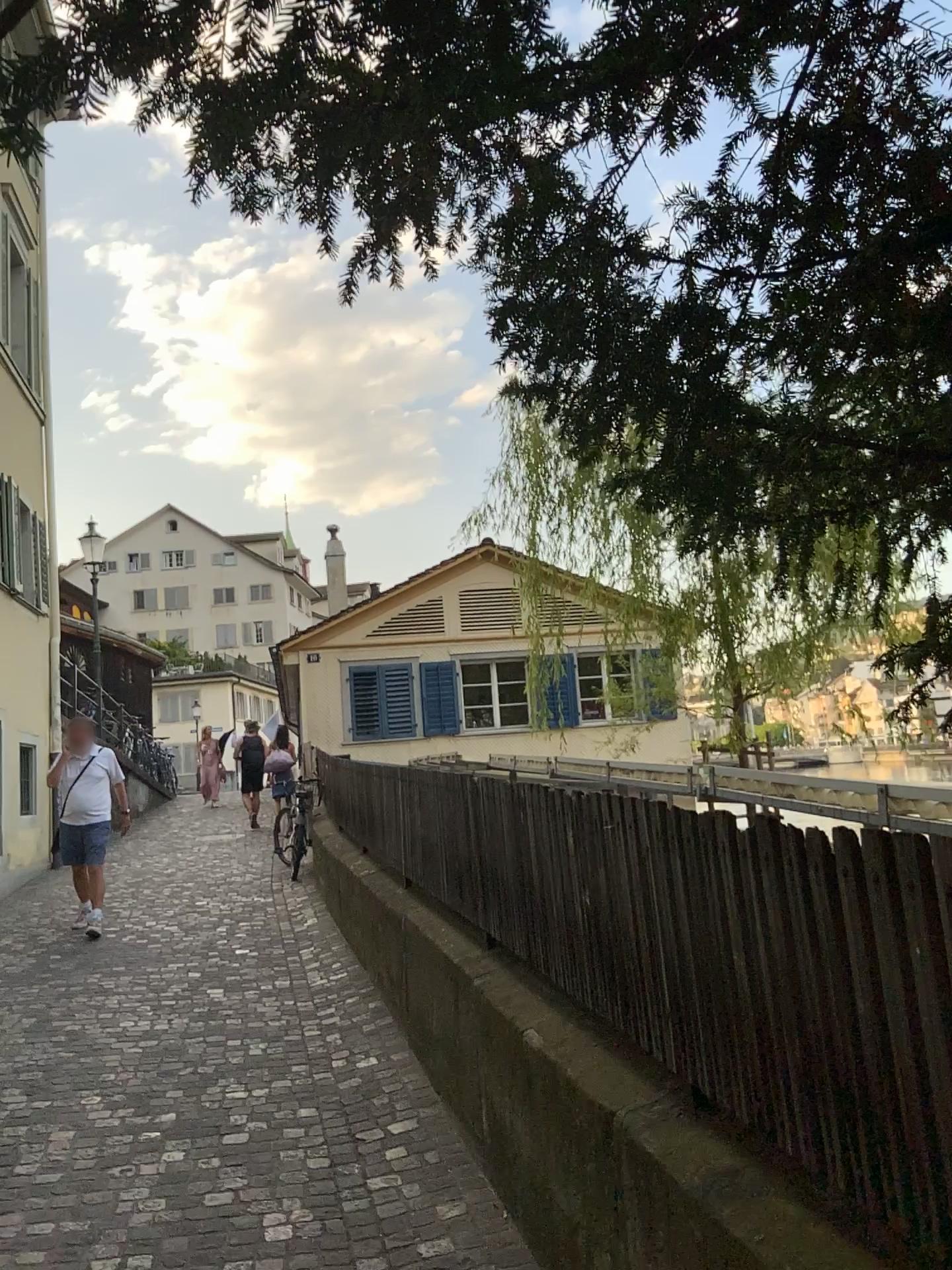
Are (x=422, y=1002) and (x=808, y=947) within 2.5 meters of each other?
no
